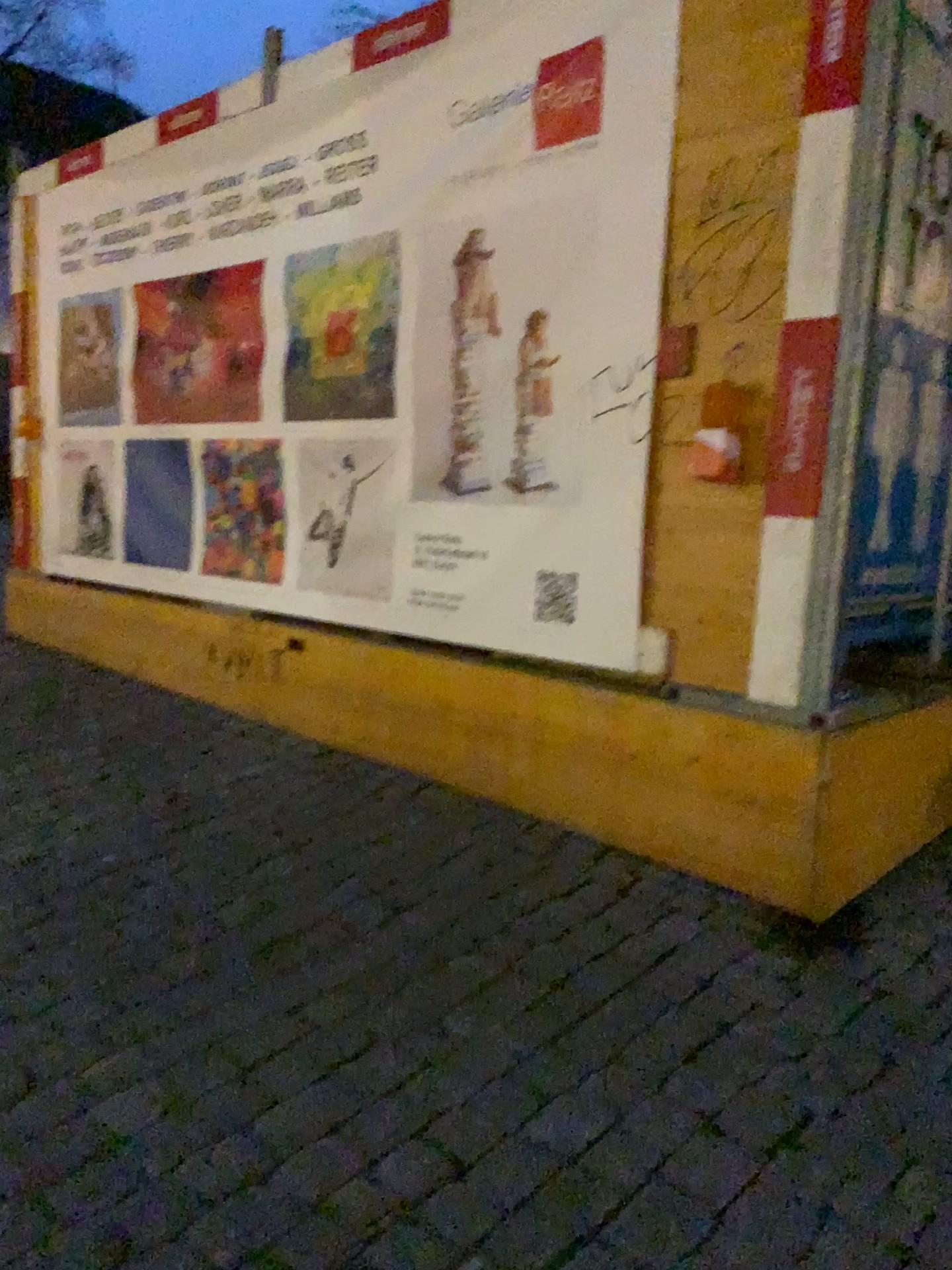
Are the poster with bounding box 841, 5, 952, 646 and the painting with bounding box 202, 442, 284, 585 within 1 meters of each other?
no

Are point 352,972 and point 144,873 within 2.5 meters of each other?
yes

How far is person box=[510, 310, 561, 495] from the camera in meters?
3.3 m

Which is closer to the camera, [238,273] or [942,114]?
[942,114]

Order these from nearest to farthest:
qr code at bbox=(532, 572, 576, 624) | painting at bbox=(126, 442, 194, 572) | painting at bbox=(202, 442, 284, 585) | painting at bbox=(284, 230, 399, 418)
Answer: qr code at bbox=(532, 572, 576, 624) → painting at bbox=(284, 230, 399, 418) → painting at bbox=(202, 442, 284, 585) → painting at bbox=(126, 442, 194, 572)

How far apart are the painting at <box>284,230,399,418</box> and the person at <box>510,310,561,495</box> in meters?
0.6 m

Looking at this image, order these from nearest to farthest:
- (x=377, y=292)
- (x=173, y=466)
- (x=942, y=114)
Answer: (x=942, y=114) → (x=377, y=292) → (x=173, y=466)

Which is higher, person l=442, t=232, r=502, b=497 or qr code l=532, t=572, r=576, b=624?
person l=442, t=232, r=502, b=497

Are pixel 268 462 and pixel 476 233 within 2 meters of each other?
yes

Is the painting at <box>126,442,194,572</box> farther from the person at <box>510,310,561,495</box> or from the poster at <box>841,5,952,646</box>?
the poster at <box>841,5,952,646</box>
